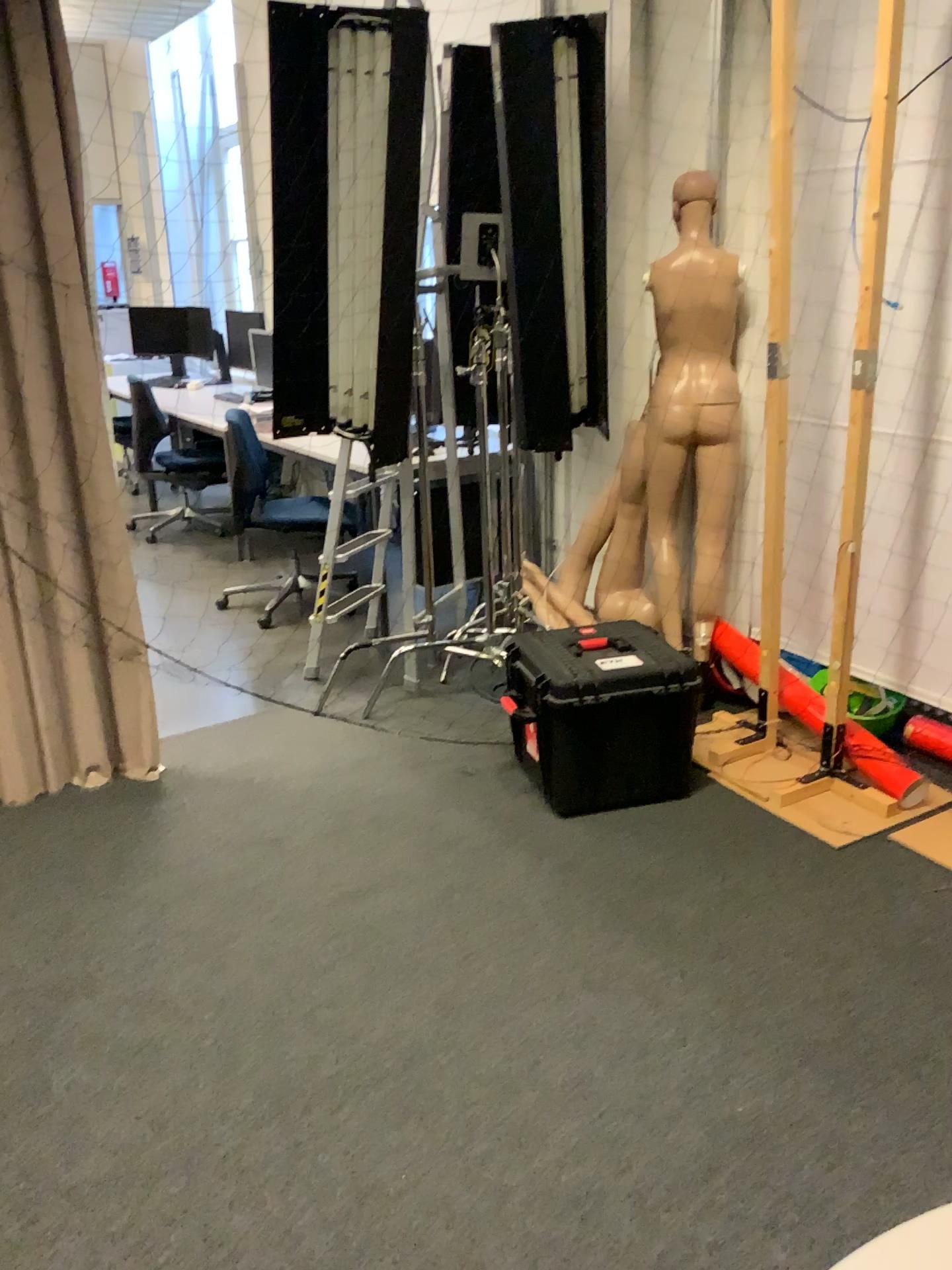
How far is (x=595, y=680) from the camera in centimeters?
289cm

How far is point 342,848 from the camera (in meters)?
2.88

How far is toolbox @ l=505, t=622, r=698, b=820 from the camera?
2.9m

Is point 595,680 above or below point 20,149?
below
